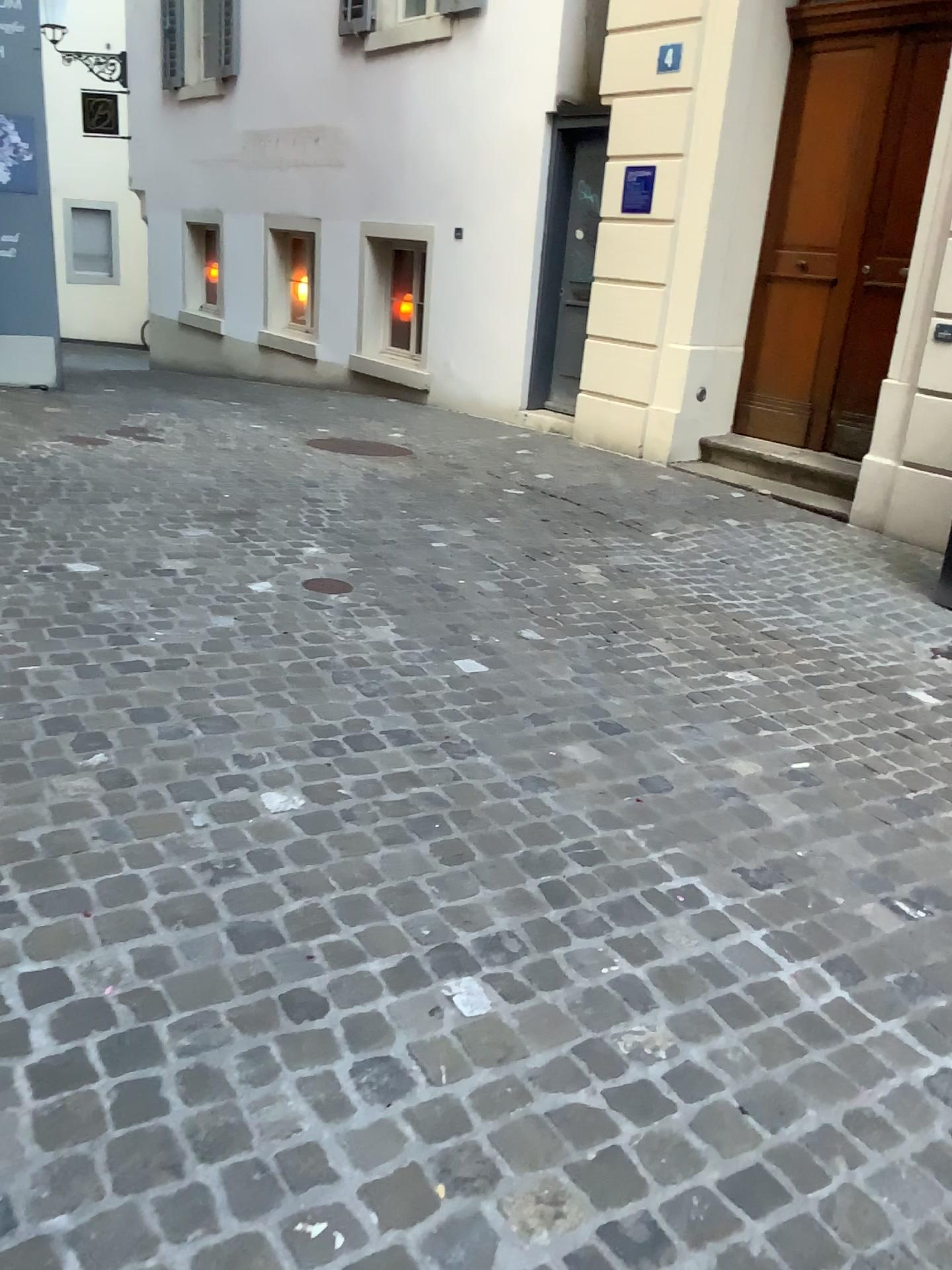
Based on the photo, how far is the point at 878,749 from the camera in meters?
3.1
